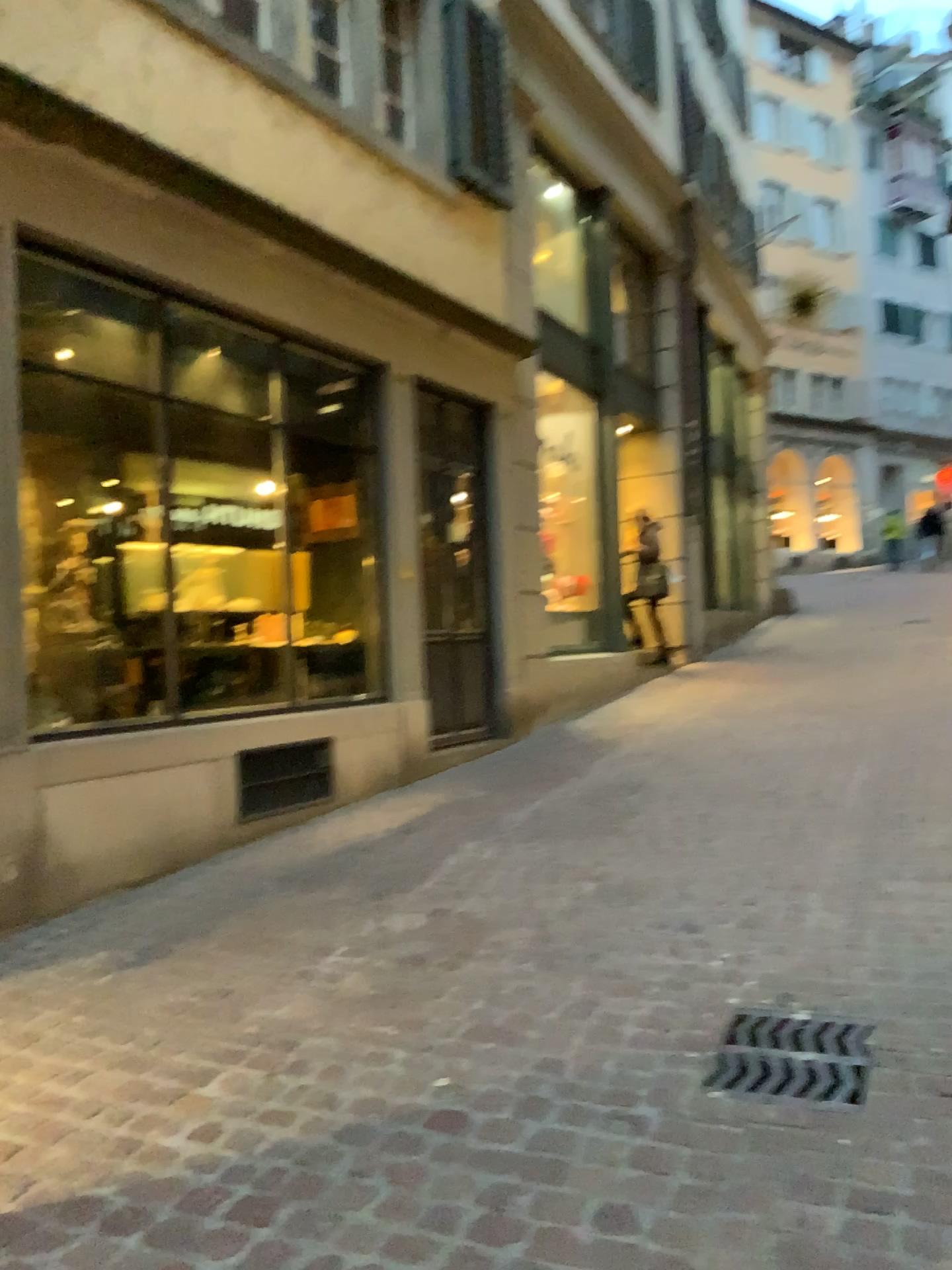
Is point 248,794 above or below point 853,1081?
above

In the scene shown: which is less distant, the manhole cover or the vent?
the manhole cover

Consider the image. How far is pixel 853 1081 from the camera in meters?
2.4

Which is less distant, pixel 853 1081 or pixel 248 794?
pixel 853 1081

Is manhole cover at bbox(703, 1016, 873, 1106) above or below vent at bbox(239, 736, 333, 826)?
below

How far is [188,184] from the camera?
4.6 meters

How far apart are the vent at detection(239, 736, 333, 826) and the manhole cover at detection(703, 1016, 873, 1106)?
2.9m

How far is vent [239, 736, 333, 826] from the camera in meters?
5.1 m

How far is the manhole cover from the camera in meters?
2.4
